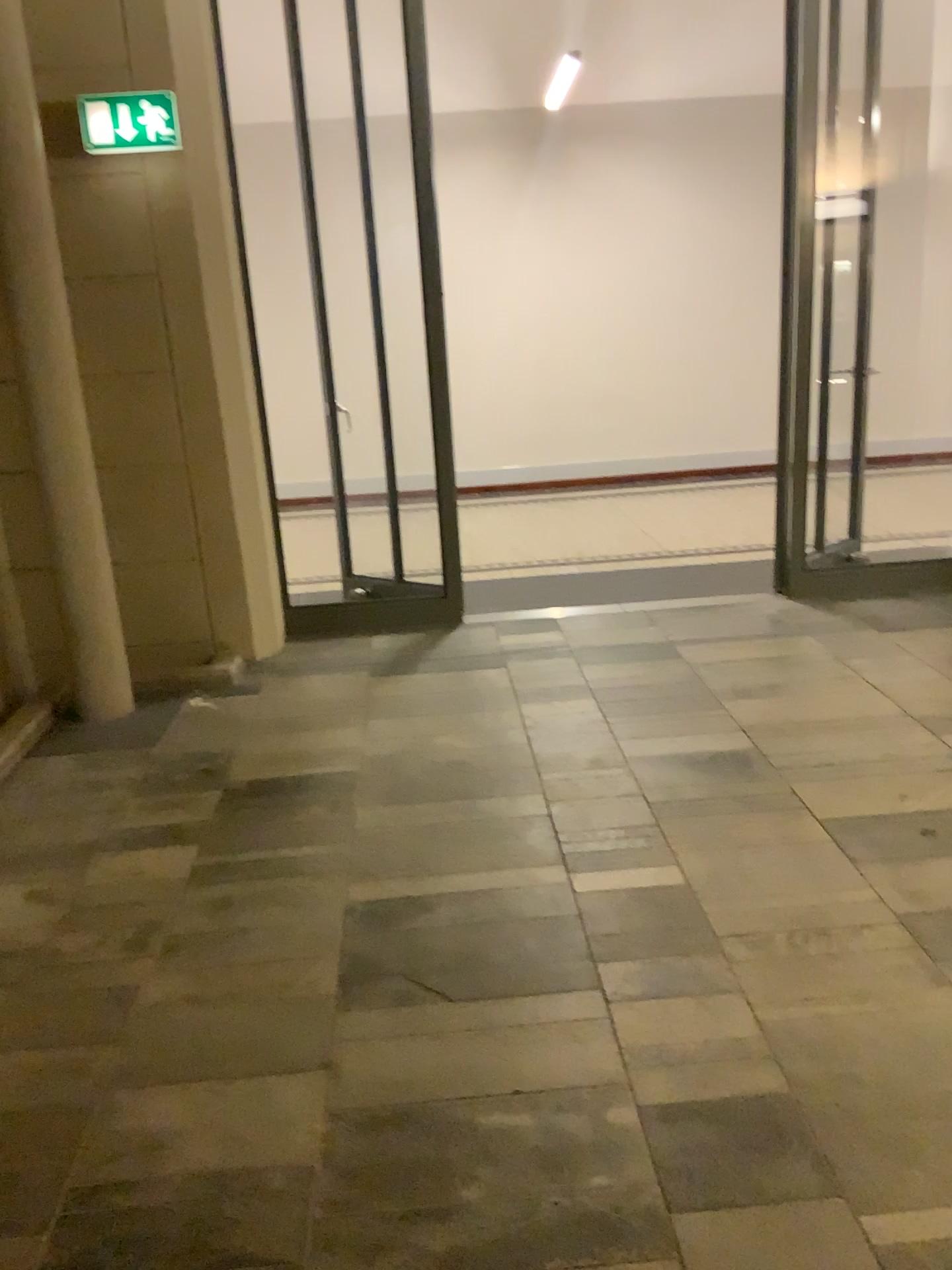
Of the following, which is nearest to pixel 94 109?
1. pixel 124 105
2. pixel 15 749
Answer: pixel 124 105

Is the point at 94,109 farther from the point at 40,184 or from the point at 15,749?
the point at 15,749

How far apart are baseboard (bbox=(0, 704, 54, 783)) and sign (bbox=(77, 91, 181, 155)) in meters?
2.2 m

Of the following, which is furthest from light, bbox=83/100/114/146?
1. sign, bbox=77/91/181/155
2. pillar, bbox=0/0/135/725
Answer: pillar, bbox=0/0/135/725

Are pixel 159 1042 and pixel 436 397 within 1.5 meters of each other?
no

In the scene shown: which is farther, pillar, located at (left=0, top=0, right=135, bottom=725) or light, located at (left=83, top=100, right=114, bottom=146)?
light, located at (left=83, top=100, right=114, bottom=146)

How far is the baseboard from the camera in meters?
3.9 m

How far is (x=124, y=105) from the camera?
4.1m

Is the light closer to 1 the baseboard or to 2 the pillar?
2 the pillar

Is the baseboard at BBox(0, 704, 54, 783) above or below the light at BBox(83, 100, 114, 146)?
below
